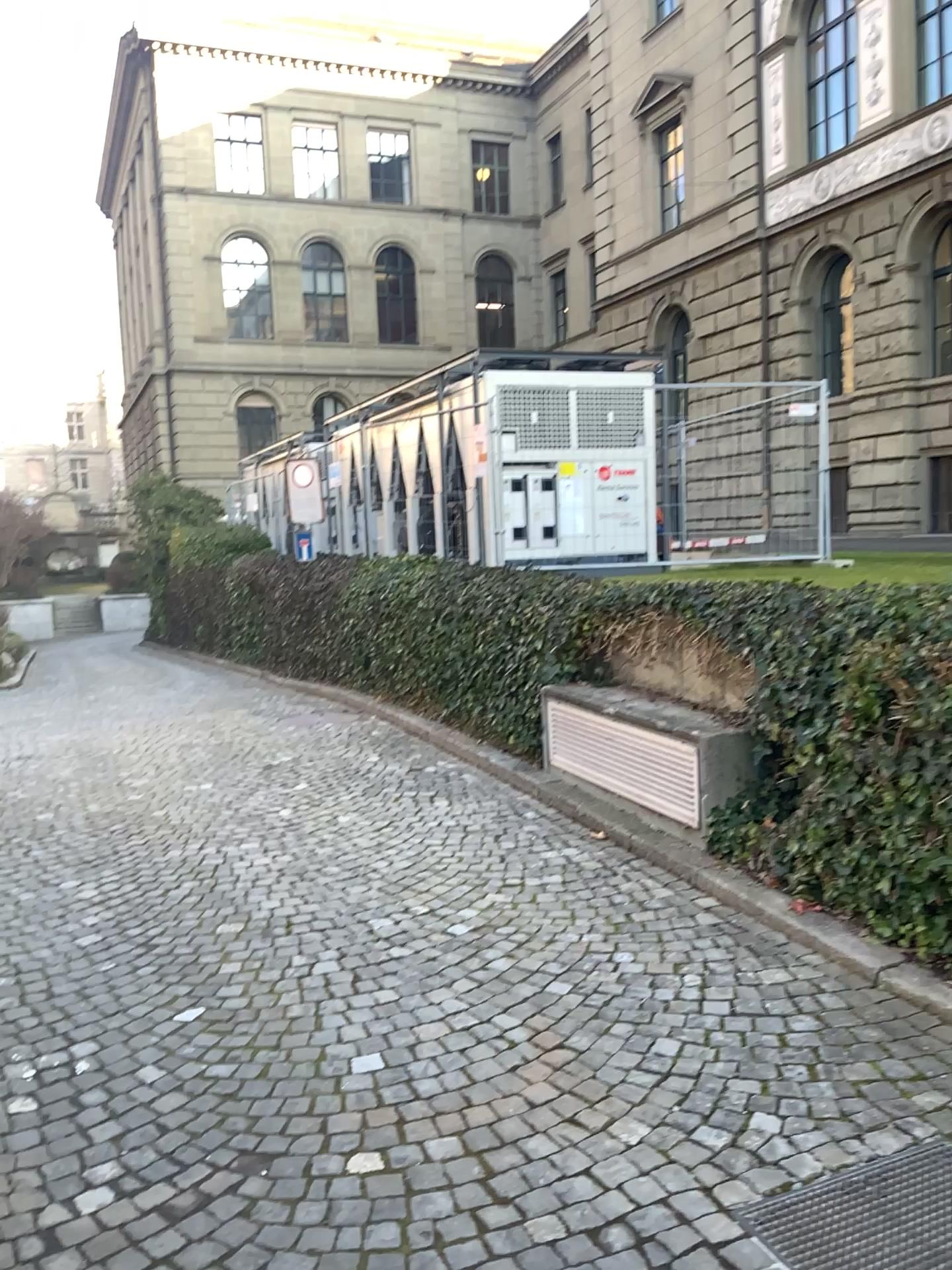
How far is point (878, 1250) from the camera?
2.3m

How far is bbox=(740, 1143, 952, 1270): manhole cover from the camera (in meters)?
2.33

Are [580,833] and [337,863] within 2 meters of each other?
yes
